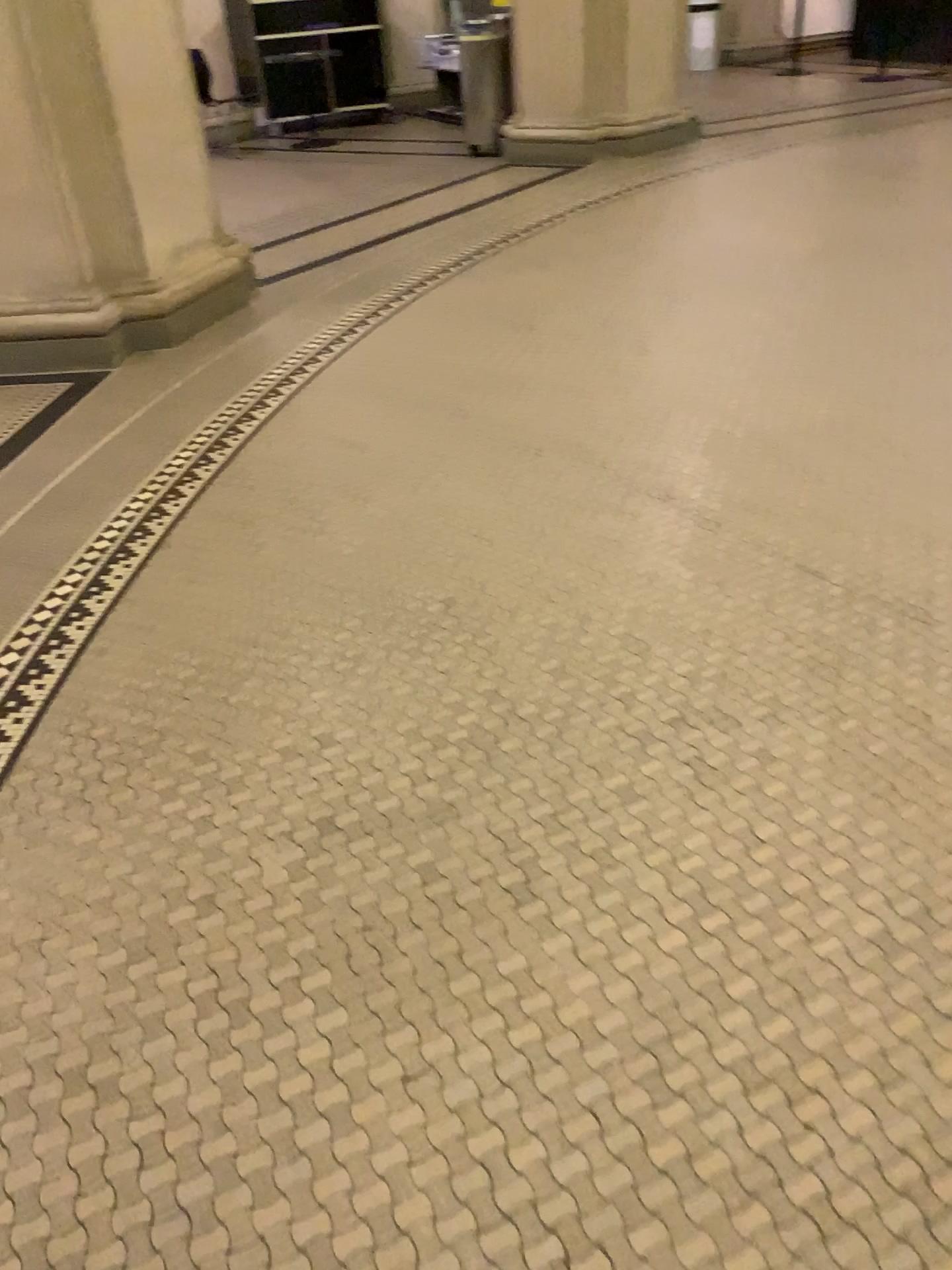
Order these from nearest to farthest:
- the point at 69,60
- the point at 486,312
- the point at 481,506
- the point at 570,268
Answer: the point at 481,506
the point at 69,60
the point at 486,312
the point at 570,268
